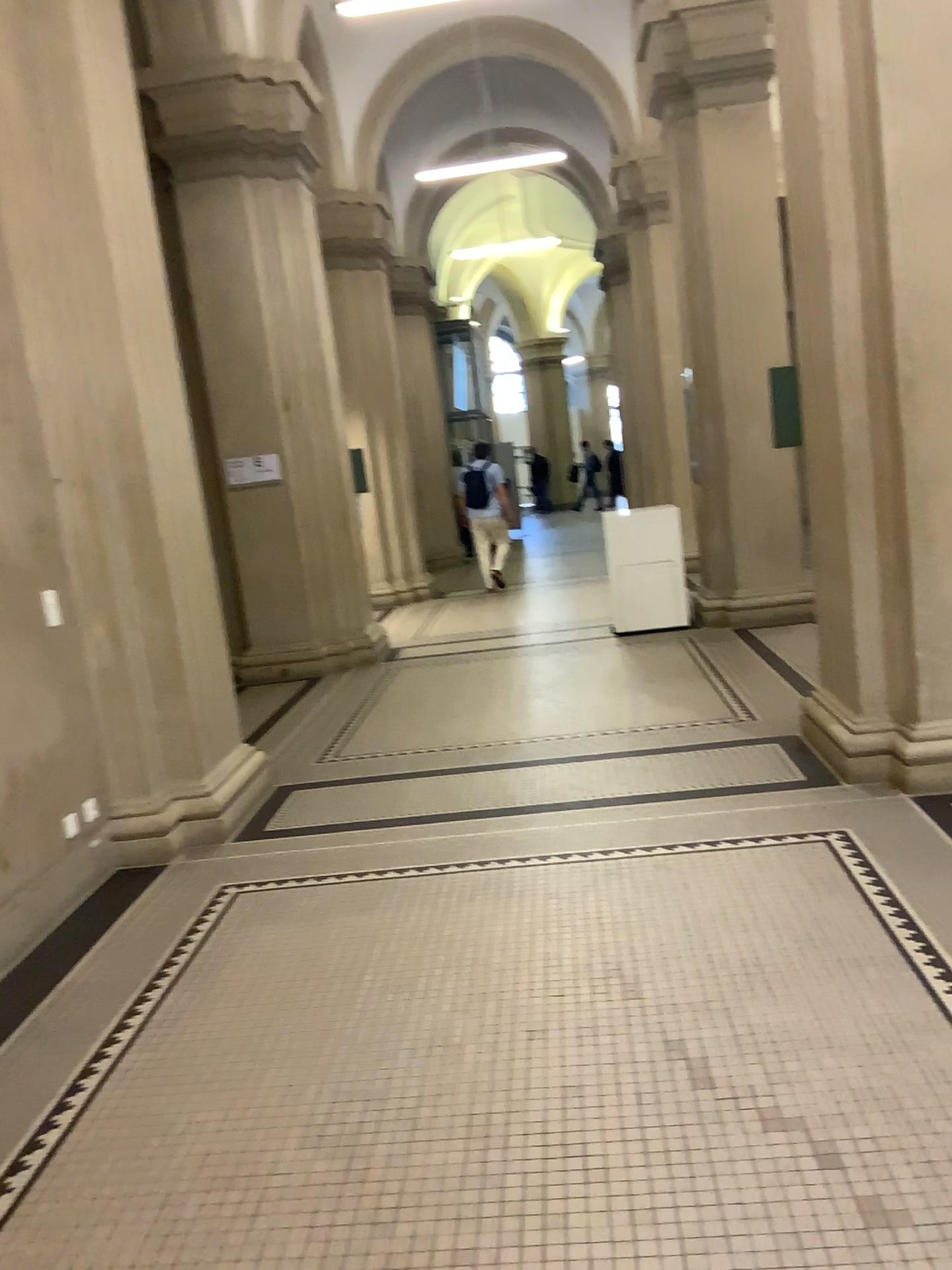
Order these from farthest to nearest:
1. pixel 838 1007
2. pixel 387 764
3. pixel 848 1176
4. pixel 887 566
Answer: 1. pixel 387 764
2. pixel 887 566
3. pixel 838 1007
4. pixel 848 1176

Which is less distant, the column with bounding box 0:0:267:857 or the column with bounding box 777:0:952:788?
the column with bounding box 777:0:952:788

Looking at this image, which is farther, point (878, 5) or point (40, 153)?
point (40, 153)
